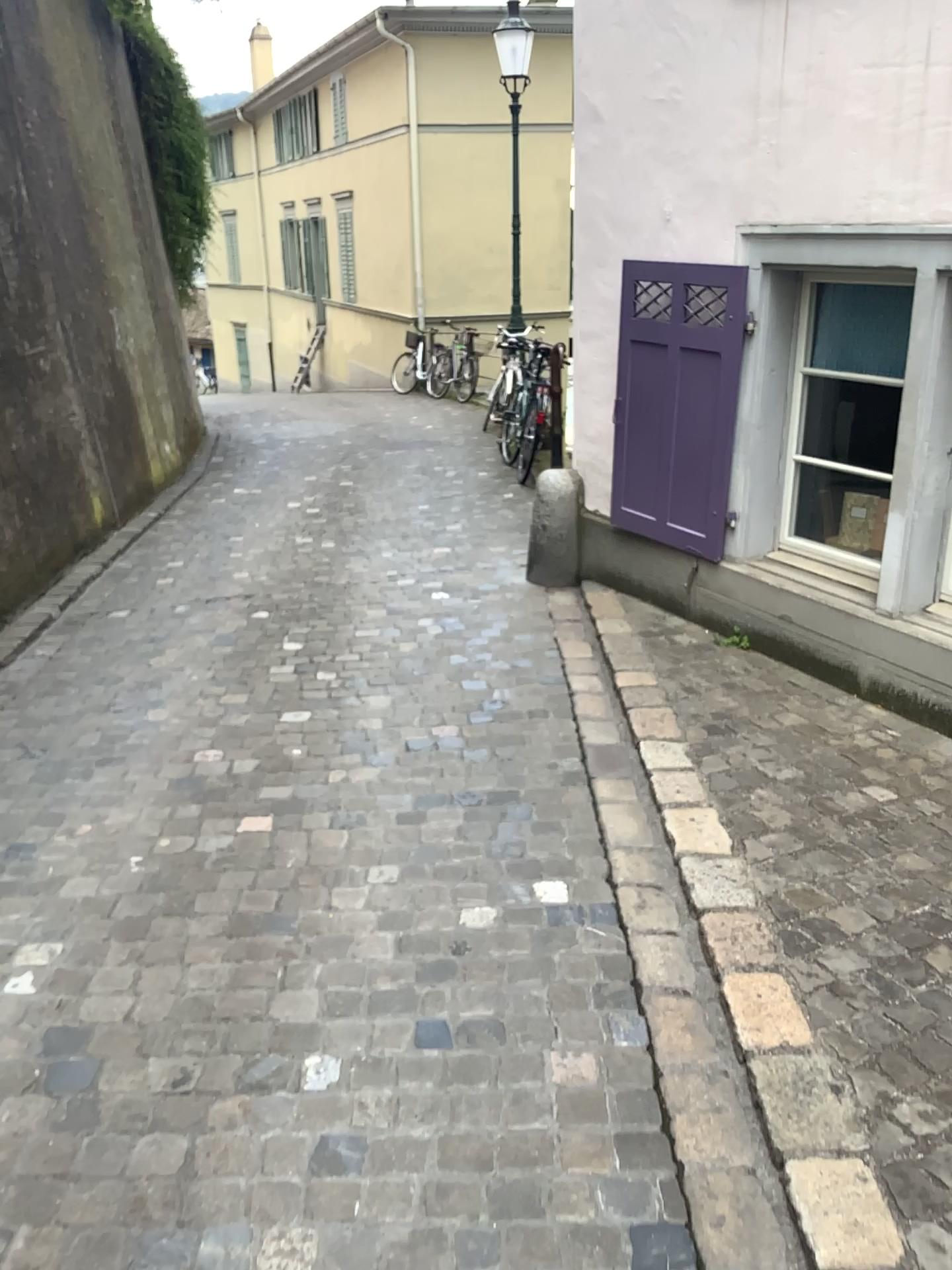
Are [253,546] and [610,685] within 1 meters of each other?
no
